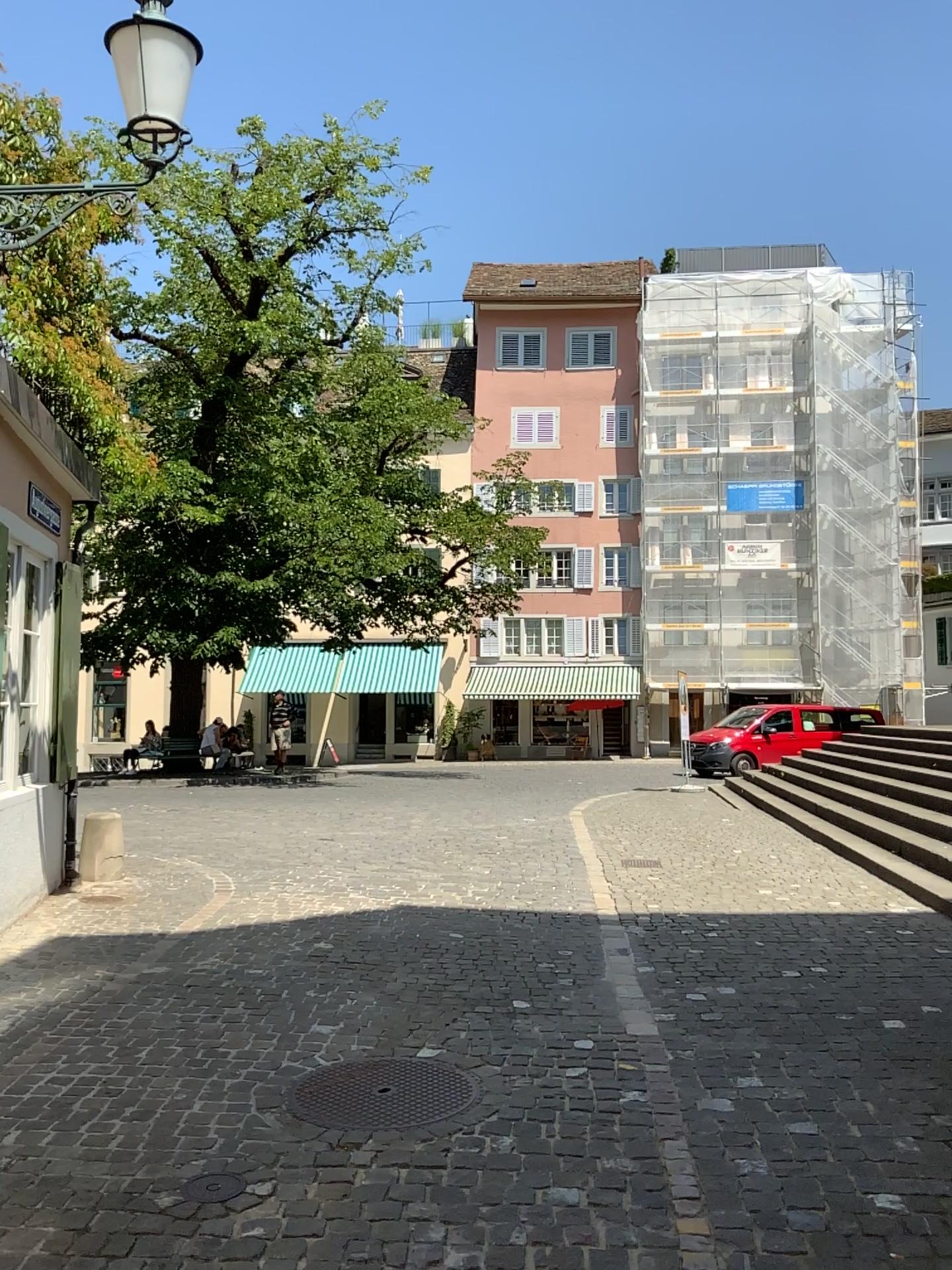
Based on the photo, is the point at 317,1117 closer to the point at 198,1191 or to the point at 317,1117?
the point at 317,1117

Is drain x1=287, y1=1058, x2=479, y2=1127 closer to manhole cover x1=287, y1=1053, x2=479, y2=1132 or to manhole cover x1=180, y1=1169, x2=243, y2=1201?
manhole cover x1=287, y1=1053, x2=479, y2=1132

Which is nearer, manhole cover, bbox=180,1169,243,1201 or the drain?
manhole cover, bbox=180,1169,243,1201

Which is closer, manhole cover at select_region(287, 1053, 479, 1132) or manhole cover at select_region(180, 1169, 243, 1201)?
manhole cover at select_region(180, 1169, 243, 1201)

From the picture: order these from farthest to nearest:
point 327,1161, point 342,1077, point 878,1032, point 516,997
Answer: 1. point 516,997
2. point 878,1032
3. point 342,1077
4. point 327,1161

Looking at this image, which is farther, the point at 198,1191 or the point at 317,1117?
the point at 317,1117

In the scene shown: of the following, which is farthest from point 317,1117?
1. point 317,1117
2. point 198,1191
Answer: point 198,1191

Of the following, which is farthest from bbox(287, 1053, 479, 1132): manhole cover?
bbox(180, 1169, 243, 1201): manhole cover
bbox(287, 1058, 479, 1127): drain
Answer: bbox(180, 1169, 243, 1201): manhole cover
